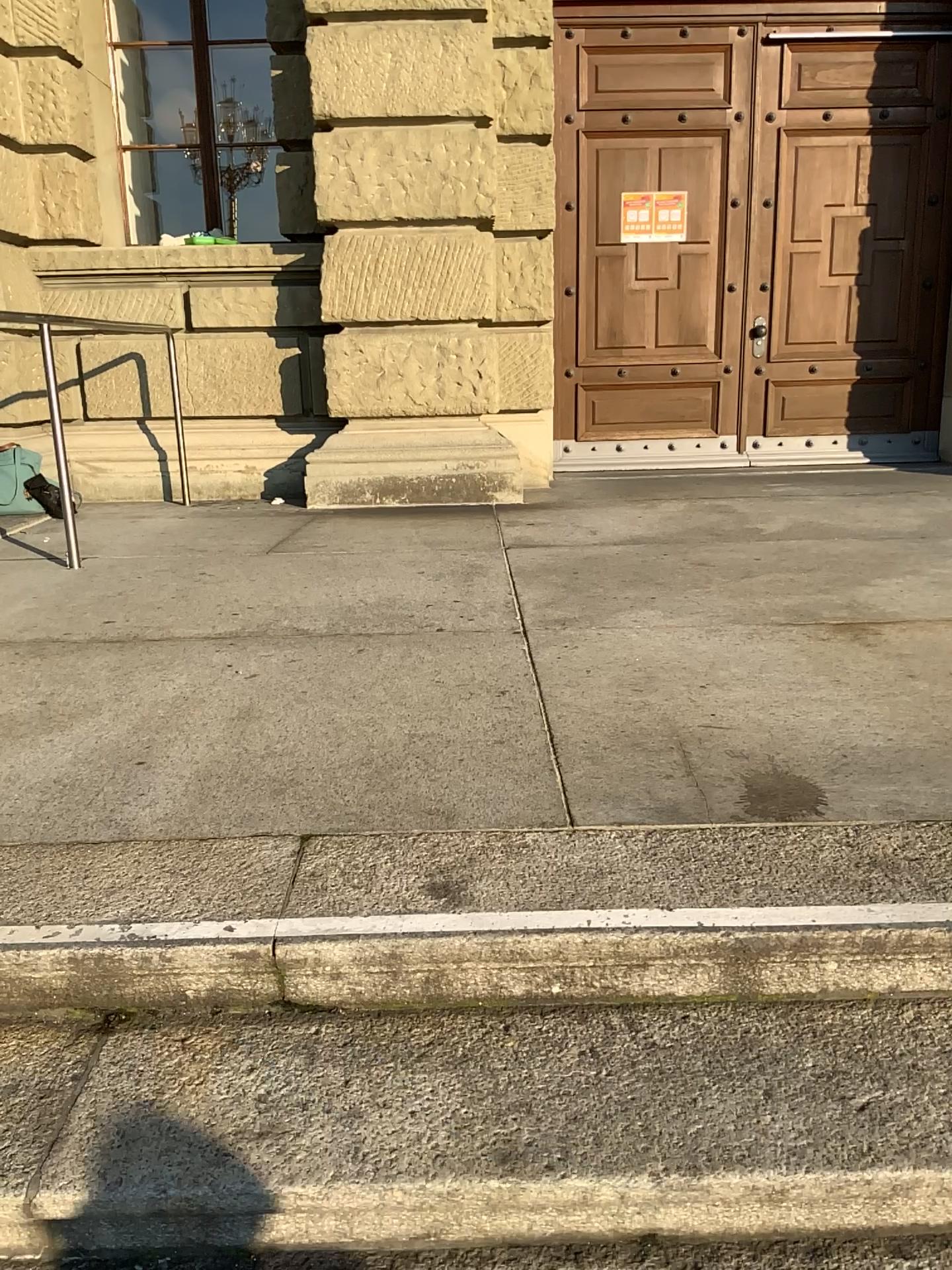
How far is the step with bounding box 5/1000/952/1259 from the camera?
1.3 meters

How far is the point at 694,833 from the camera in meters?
1.8 m

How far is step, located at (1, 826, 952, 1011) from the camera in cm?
154

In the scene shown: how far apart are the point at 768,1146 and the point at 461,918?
0.5m

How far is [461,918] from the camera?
1.5 meters

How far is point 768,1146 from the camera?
1.30m
